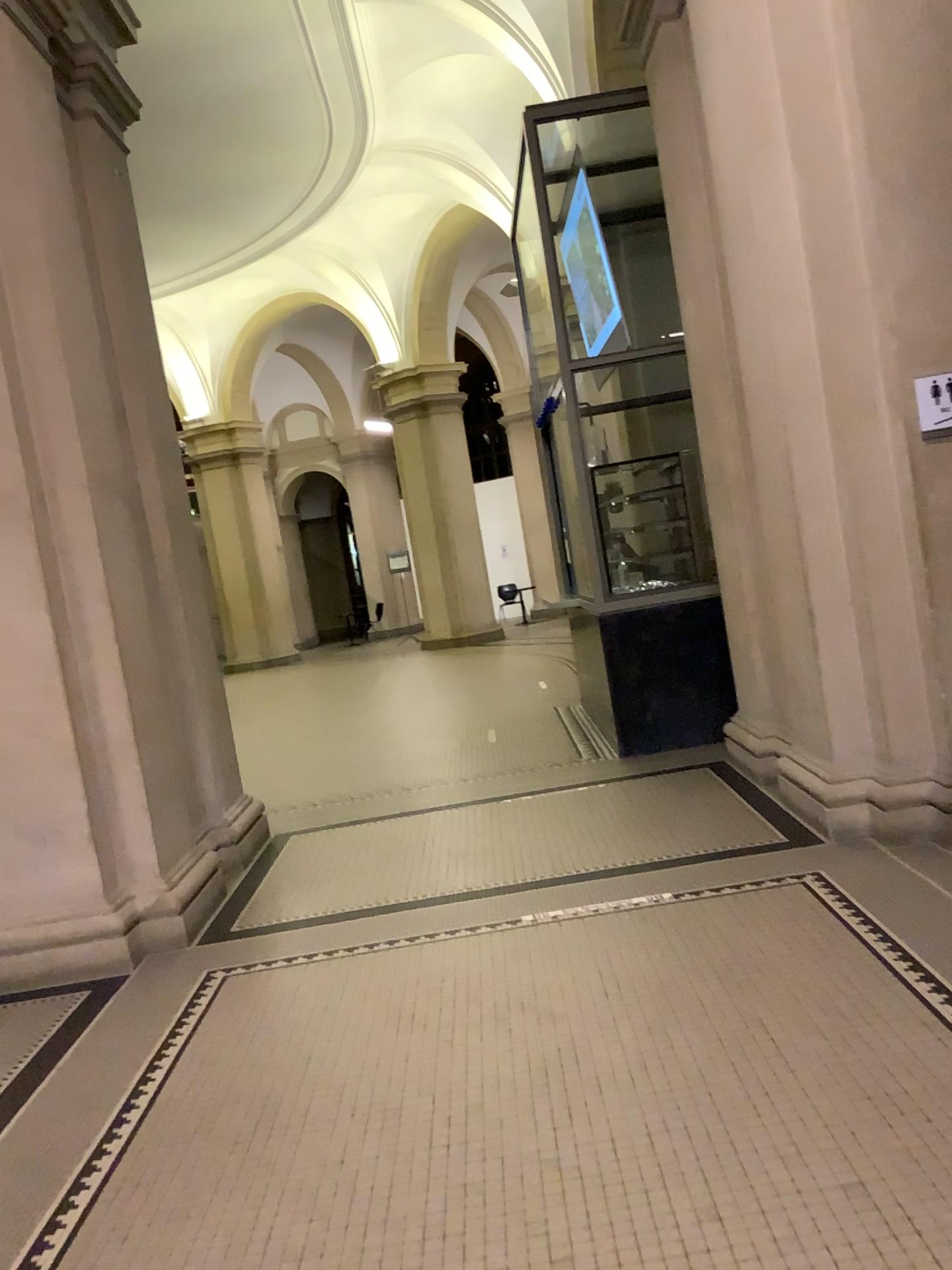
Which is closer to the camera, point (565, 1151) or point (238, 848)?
point (565, 1151)

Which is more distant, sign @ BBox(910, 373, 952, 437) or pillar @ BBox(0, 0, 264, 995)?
pillar @ BBox(0, 0, 264, 995)

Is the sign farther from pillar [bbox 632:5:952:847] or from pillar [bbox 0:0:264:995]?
pillar [bbox 0:0:264:995]

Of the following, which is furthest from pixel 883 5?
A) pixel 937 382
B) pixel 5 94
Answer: pixel 5 94

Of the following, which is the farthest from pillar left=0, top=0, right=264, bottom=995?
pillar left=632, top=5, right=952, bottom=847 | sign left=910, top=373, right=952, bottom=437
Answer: sign left=910, top=373, right=952, bottom=437

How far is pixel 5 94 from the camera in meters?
4.3 m

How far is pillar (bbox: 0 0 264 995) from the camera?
4.3m

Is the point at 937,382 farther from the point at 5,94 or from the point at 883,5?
the point at 5,94
